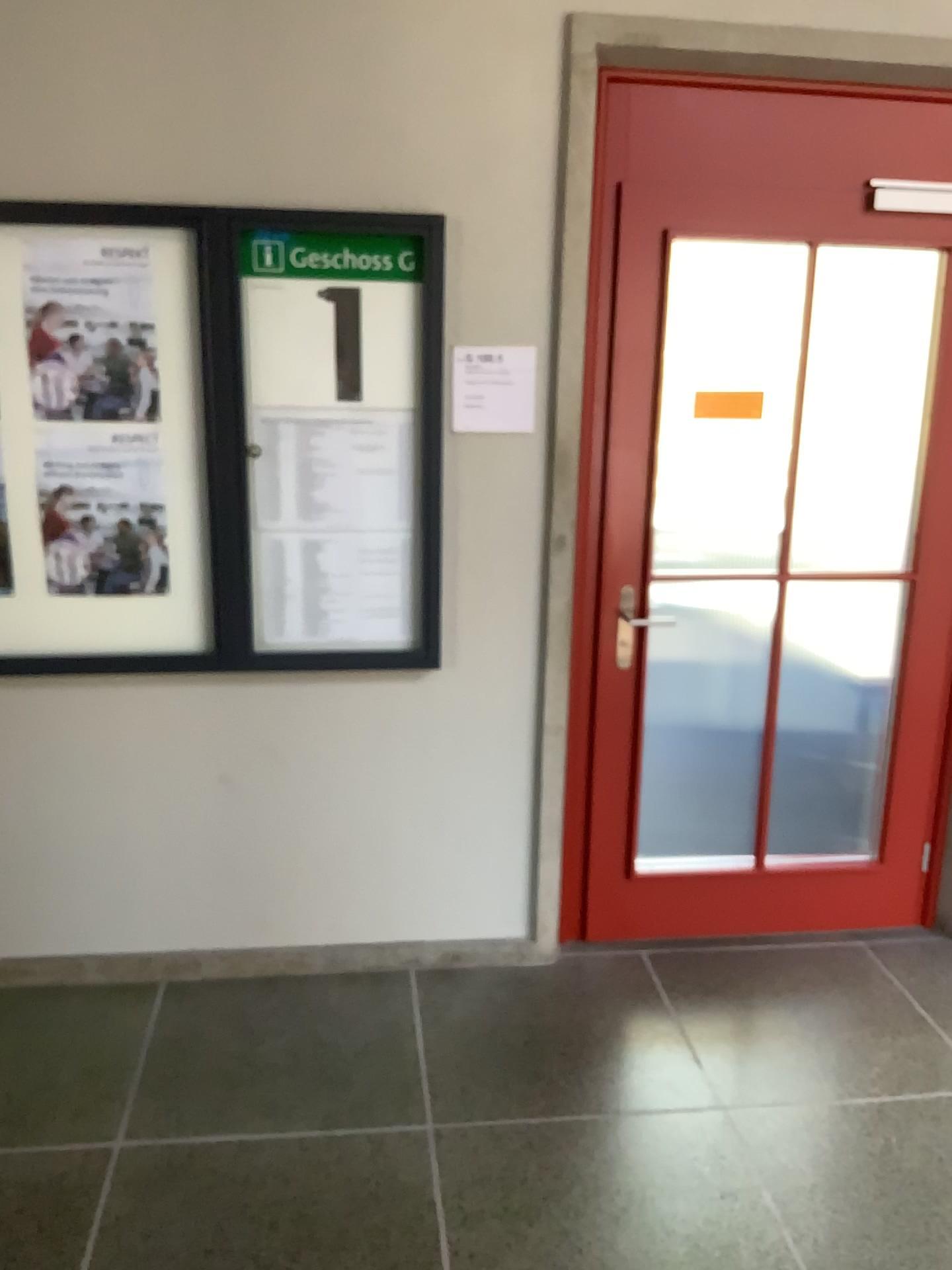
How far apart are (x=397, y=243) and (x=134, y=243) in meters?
0.6 m

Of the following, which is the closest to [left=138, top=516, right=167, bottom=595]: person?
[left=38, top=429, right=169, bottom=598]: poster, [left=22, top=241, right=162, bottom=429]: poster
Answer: [left=38, top=429, right=169, bottom=598]: poster

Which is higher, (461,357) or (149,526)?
(461,357)

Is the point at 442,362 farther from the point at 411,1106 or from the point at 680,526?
the point at 411,1106

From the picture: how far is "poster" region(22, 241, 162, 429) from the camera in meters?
2.5

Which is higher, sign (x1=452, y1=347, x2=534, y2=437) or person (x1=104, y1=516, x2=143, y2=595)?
sign (x1=452, y1=347, x2=534, y2=437)

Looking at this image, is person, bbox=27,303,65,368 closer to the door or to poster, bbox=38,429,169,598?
poster, bbox=38,429,169,598

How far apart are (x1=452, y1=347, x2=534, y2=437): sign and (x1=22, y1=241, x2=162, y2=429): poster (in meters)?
0.76

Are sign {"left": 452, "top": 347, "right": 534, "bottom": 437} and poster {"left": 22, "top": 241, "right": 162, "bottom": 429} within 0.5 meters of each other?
no

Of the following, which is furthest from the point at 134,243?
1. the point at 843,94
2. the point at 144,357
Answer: the point at 843,94
